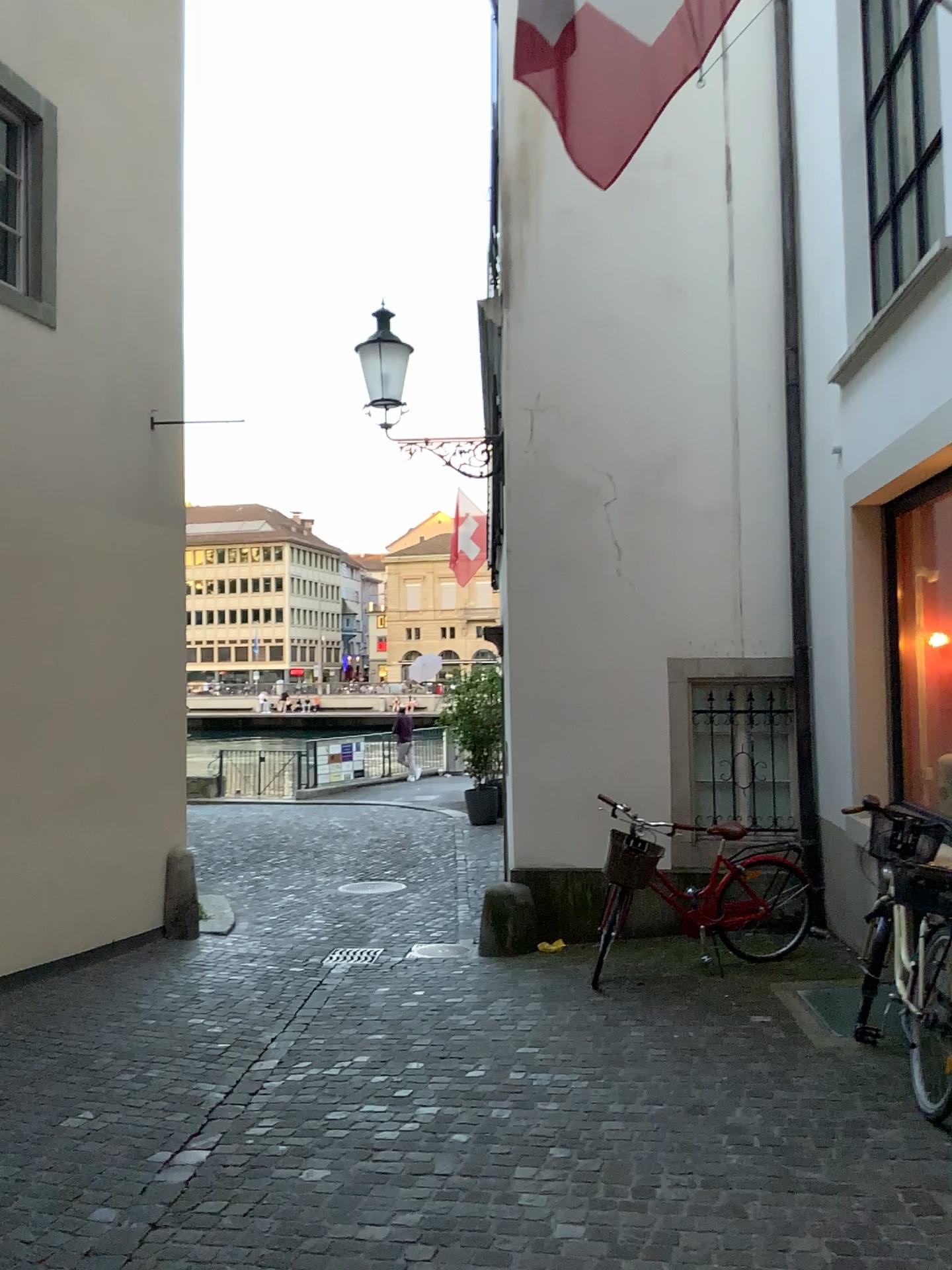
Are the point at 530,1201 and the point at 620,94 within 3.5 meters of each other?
no
